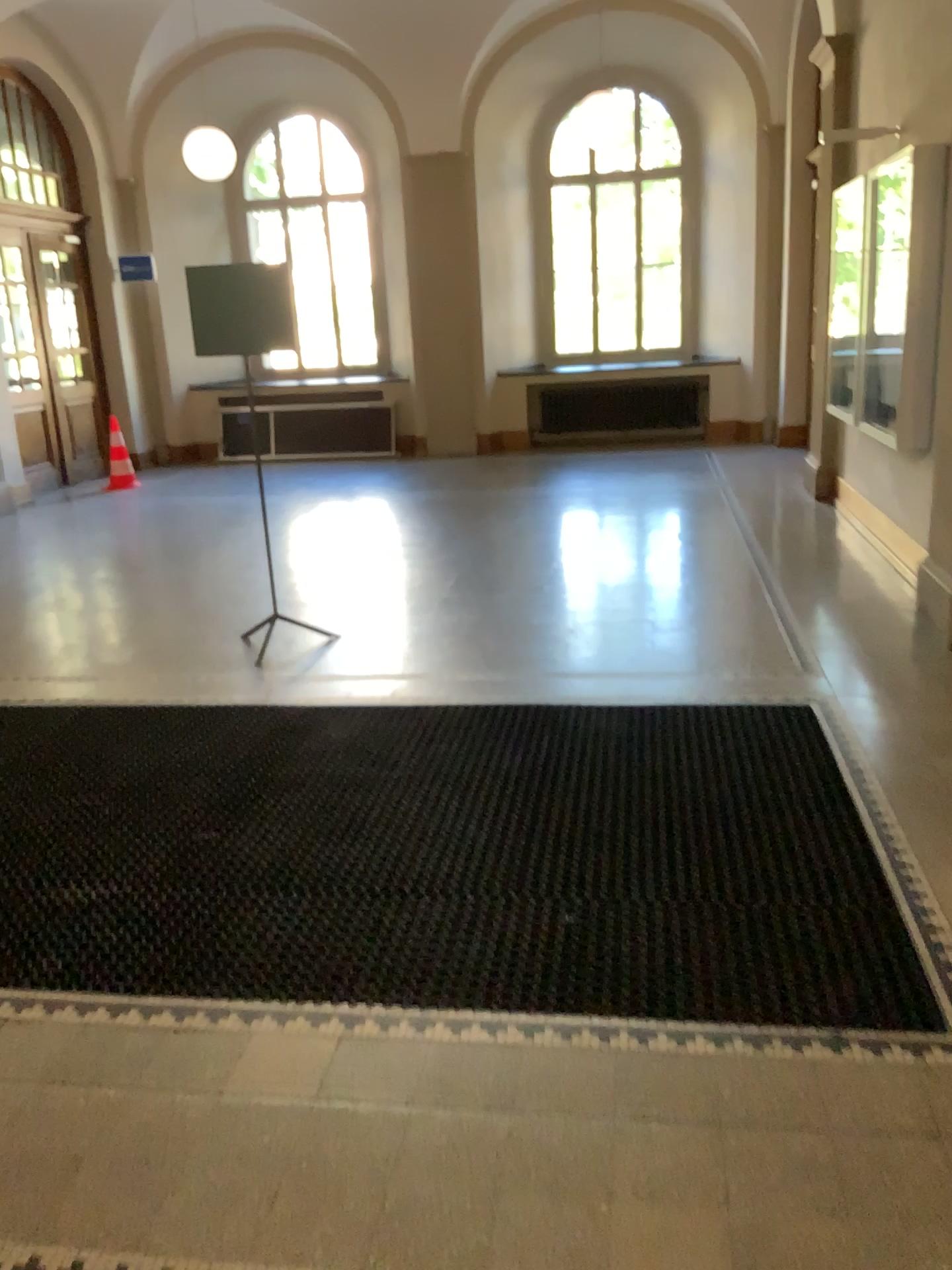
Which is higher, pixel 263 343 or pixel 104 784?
pixel 263 343
